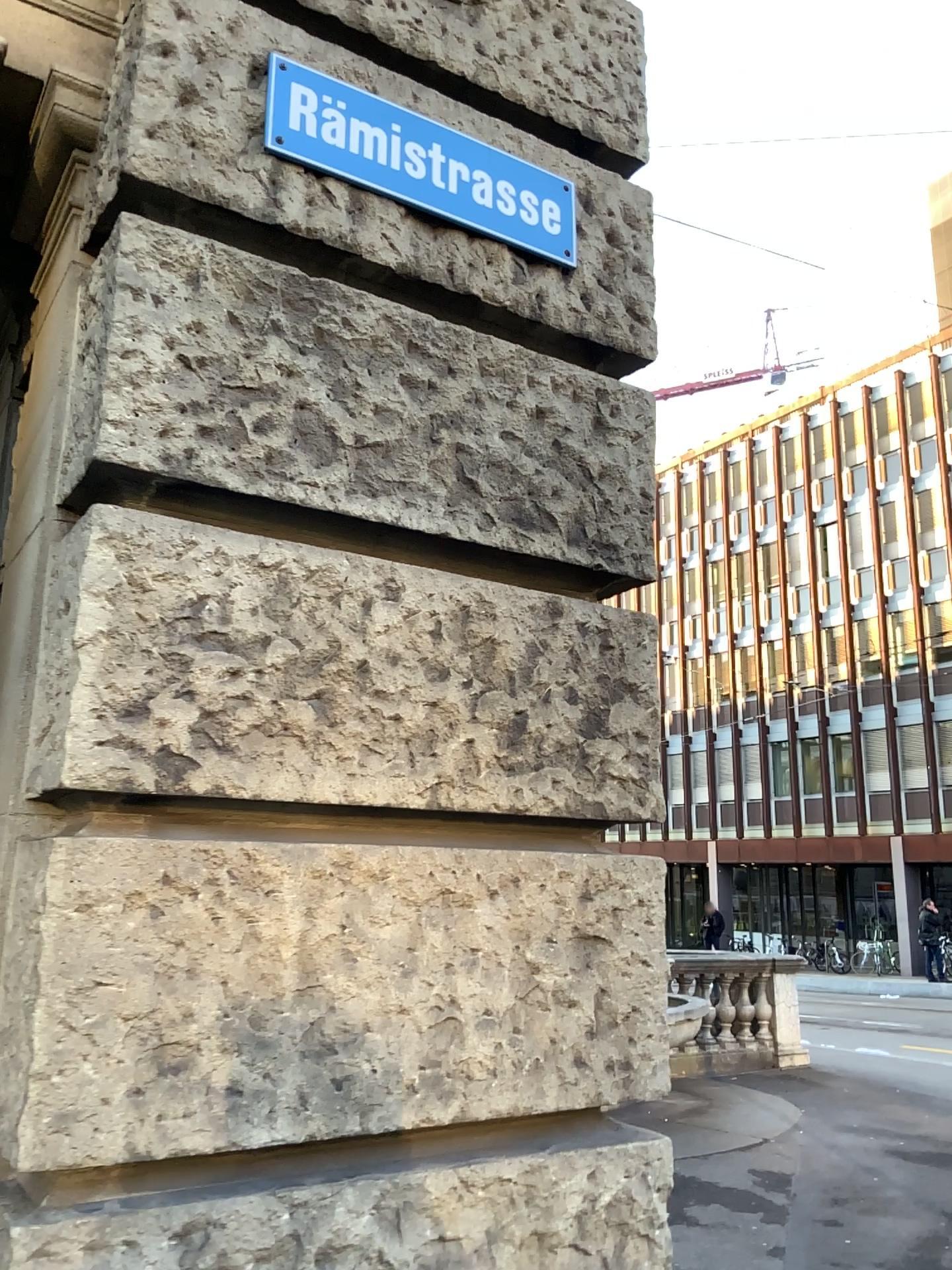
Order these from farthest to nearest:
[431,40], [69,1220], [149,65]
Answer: [431,40] < [149,65] < [69,1220]

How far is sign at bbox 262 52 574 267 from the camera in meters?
1.9 m

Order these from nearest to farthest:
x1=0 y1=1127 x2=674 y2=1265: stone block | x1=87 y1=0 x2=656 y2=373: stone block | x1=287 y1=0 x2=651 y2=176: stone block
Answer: x1=0 y1=1127 x2=674 y2=1265: stone block, x1=87 y1=0 x2=656 y2=373: stone block, x1=287 y1=0 x2=651 y2=176: stone block

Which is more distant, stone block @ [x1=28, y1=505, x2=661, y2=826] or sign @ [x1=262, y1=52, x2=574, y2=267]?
Result: sign @ [x1=262, y1=52, x2=574, y2=267]

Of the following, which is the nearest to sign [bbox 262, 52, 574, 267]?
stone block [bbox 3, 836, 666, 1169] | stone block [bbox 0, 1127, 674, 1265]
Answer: stone block [bbox 3, 836, 666, 1169]

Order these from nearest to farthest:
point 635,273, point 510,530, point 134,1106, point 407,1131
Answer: point 134,1106, point 407,1131, point 510,530, point 635,273

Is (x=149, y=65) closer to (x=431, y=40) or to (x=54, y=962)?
(x=431, y=40)

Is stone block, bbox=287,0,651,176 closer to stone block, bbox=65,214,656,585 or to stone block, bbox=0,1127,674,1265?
stone block, bbox=65,214,656,585

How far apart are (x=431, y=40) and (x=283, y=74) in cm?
40

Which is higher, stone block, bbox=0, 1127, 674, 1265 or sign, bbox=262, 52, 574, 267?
sign, bbox=262, 52, 574, 267
